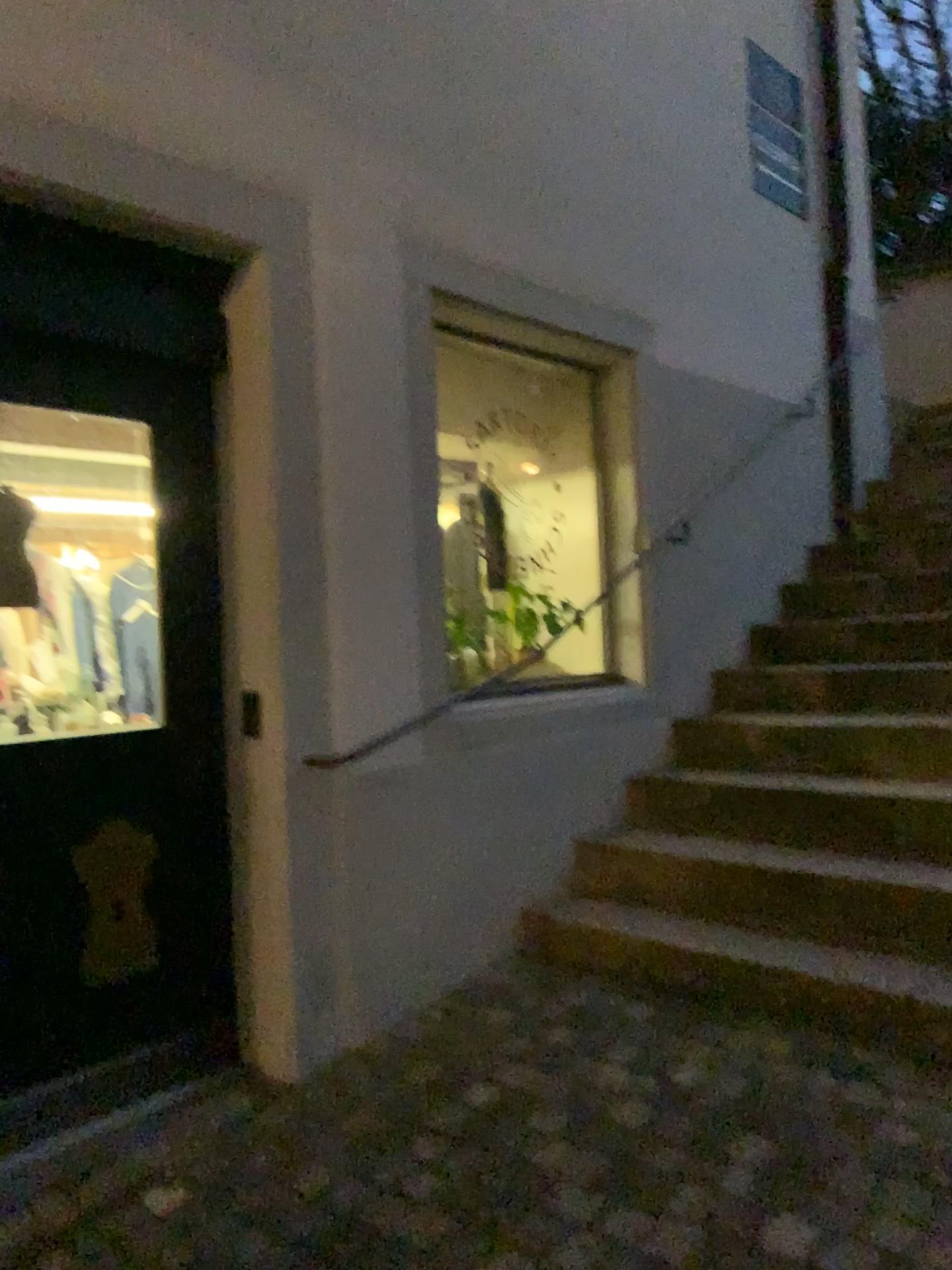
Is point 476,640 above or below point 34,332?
below

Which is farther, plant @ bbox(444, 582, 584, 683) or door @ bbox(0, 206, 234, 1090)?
plant @ bbox(444, 582, 584, 683)

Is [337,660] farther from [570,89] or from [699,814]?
[570,89]

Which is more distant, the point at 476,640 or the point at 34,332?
the point at 476,640
